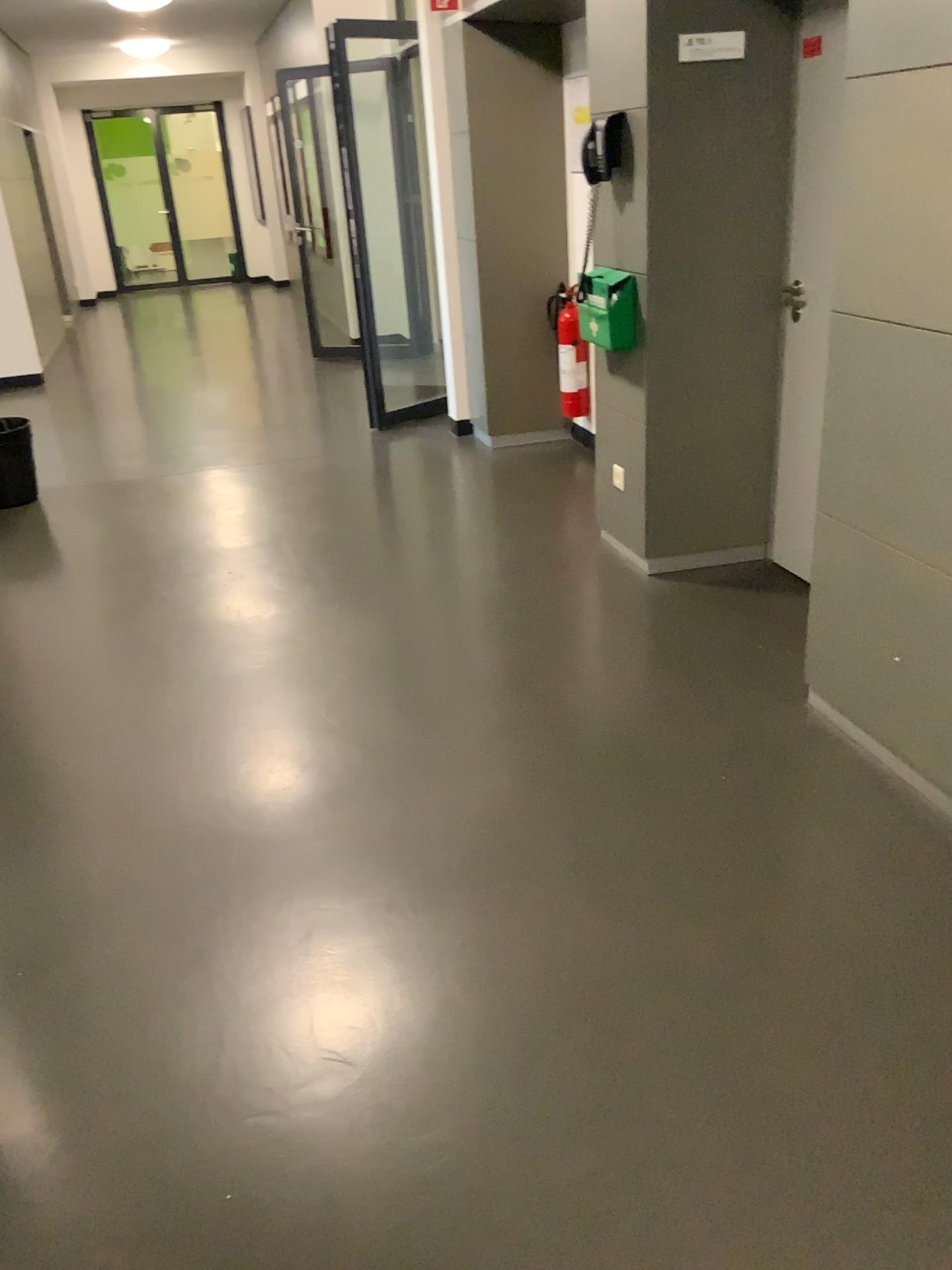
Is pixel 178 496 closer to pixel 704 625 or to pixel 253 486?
pixel 253 486
